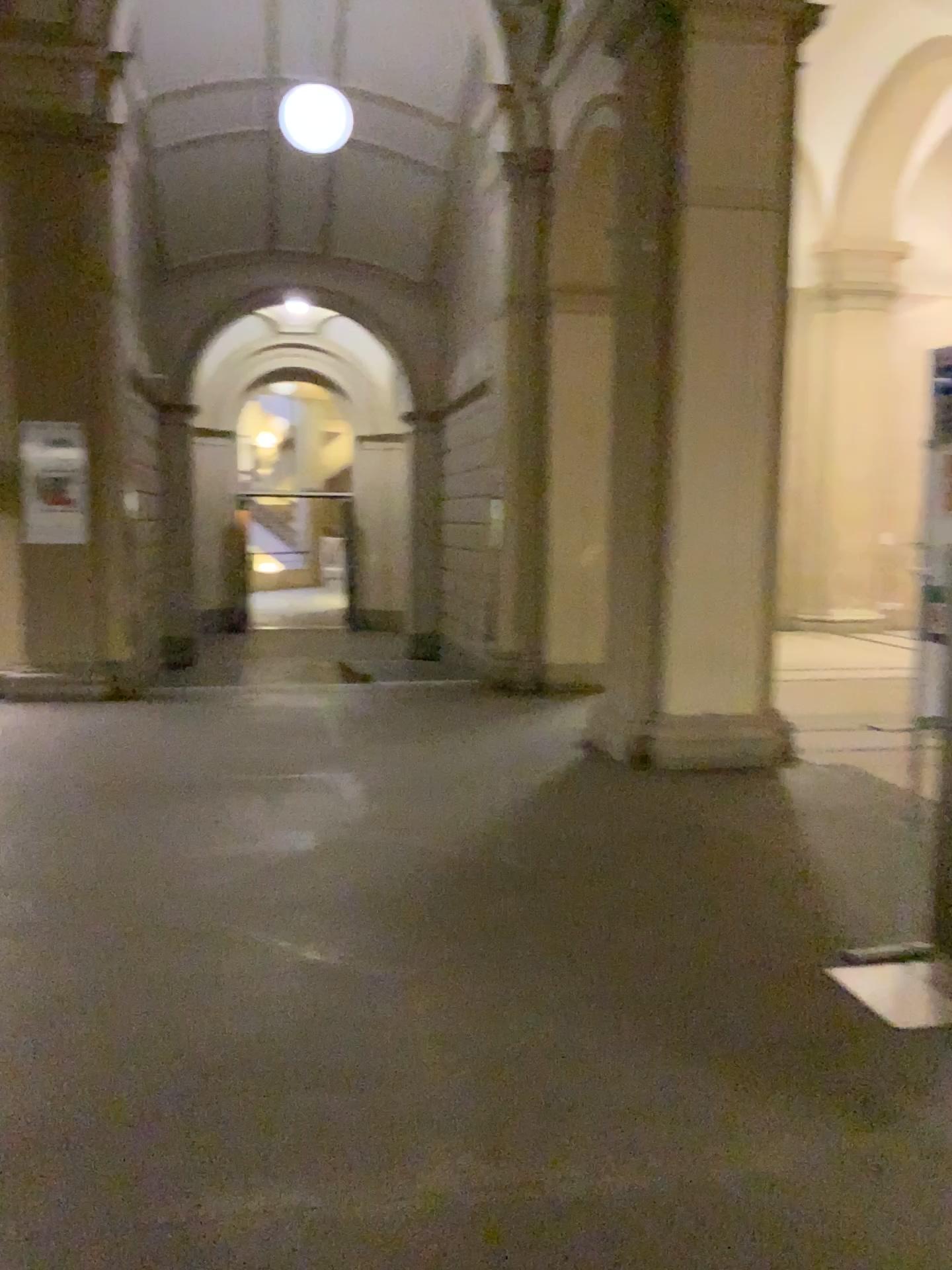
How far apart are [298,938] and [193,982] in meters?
0.4 m
